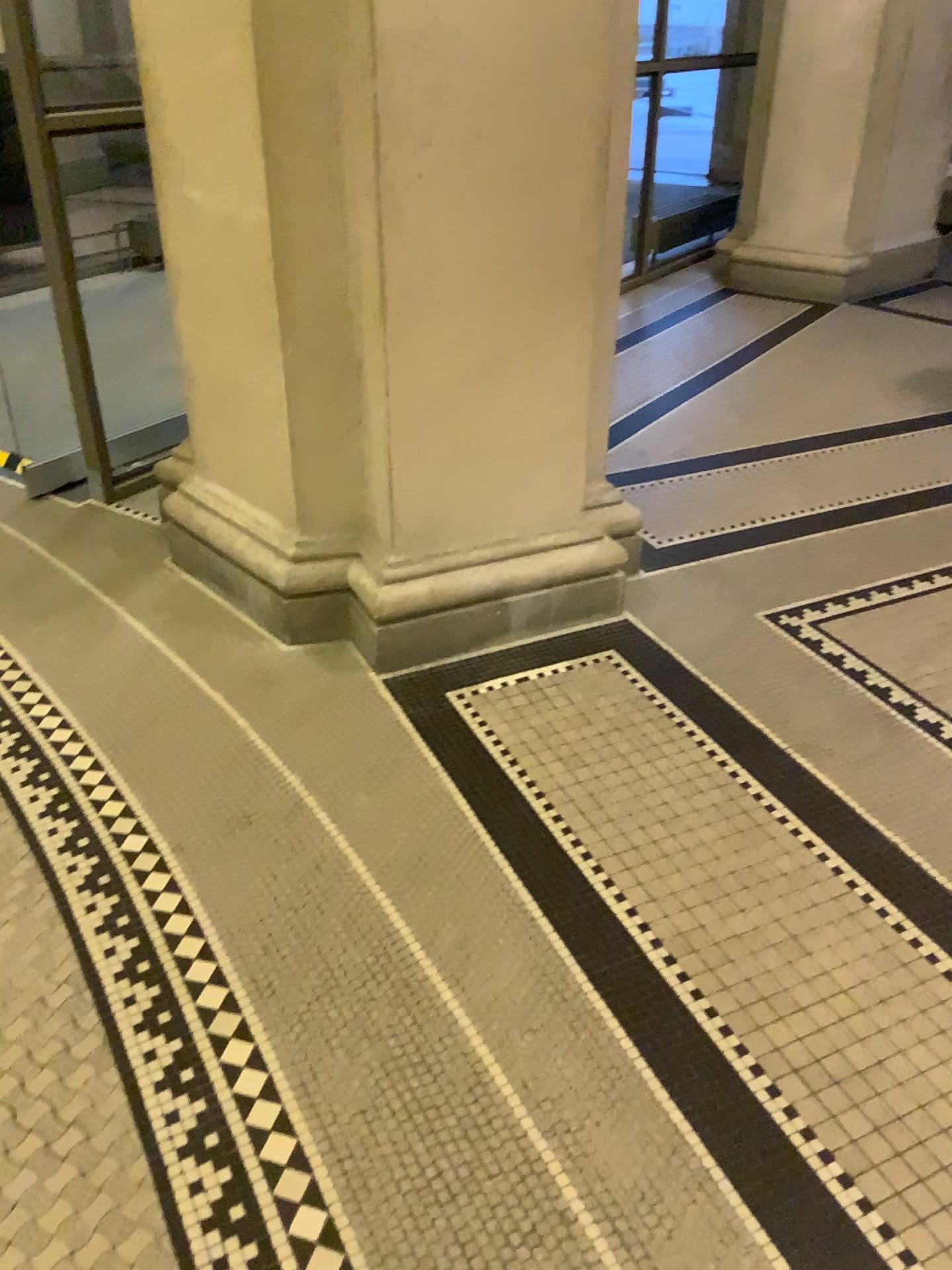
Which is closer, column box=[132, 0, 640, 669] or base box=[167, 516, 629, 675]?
column box=[132, 0, 640, 669]

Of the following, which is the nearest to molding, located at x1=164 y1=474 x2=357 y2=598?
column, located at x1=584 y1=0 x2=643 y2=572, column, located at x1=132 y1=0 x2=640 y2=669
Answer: column, located at x1=132 y1=0 x2=640 y2=669

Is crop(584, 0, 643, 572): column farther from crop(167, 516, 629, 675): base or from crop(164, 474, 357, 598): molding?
crop(164, 474, 357, 598): molding

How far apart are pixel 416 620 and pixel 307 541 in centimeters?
35cm

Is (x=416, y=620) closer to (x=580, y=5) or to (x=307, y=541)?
(x=307, y=541)

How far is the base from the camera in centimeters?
264cm

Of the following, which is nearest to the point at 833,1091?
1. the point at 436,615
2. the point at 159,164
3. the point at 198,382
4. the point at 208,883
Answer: the point at 208,883

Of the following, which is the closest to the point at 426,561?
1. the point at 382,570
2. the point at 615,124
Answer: the point at 382,570
